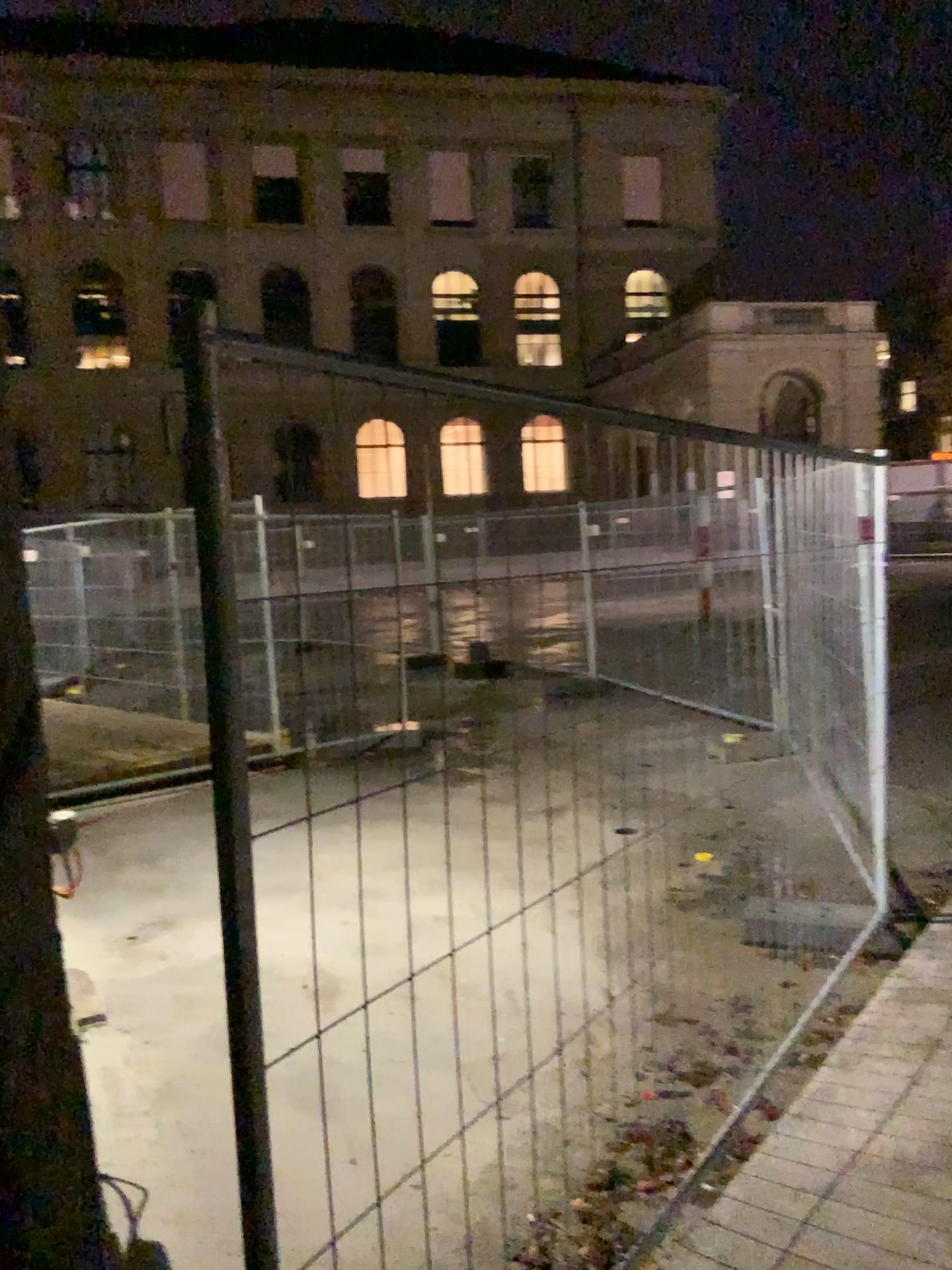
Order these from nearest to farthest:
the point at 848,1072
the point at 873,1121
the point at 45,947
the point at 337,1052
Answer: the point at 45,947, the point at 873,1121, the point at 848,1072, the point at 337,1052
